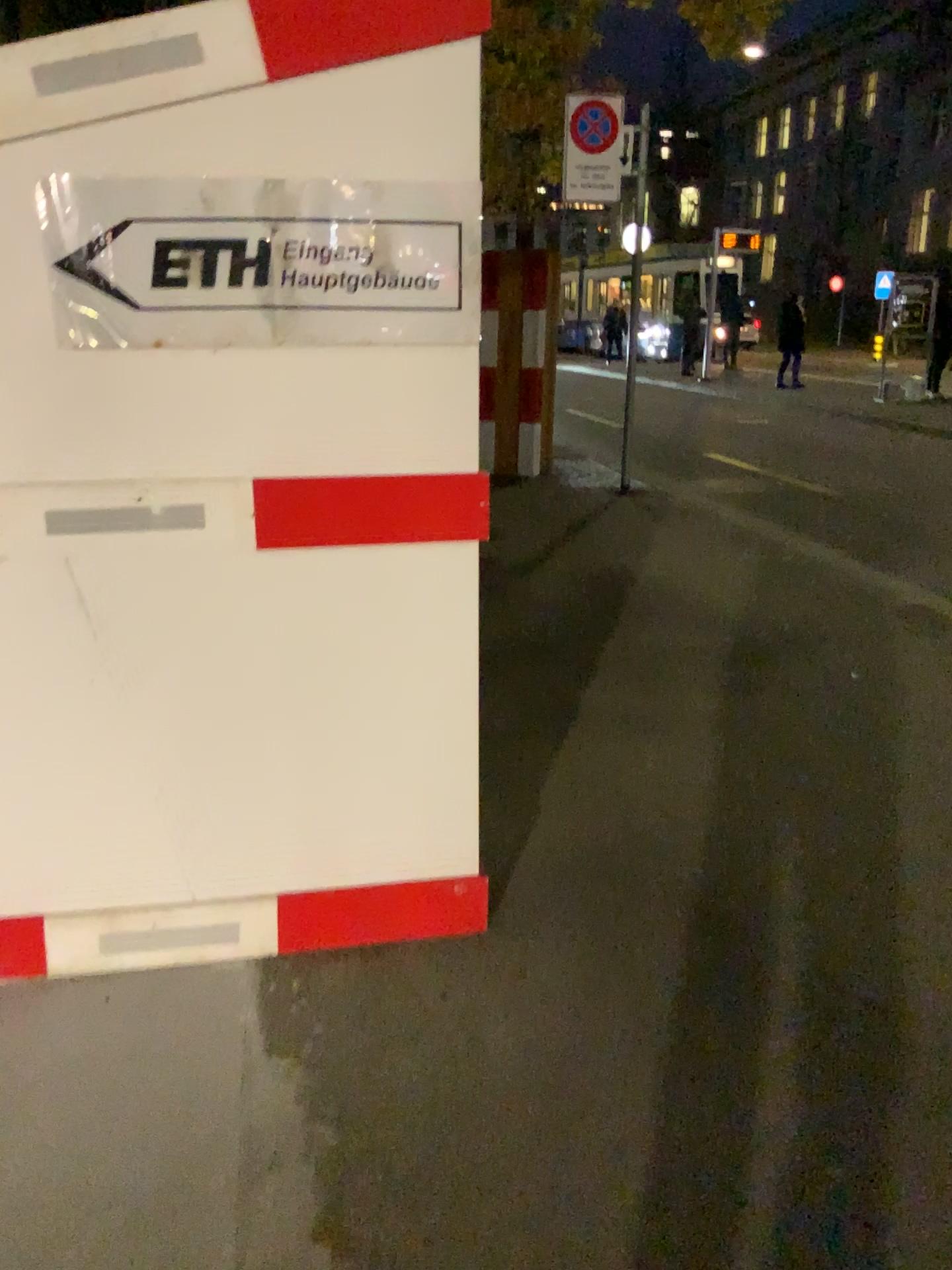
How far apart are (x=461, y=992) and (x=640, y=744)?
1.5m

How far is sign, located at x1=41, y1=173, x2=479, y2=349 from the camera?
1.9 meters

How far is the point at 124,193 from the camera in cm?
193
